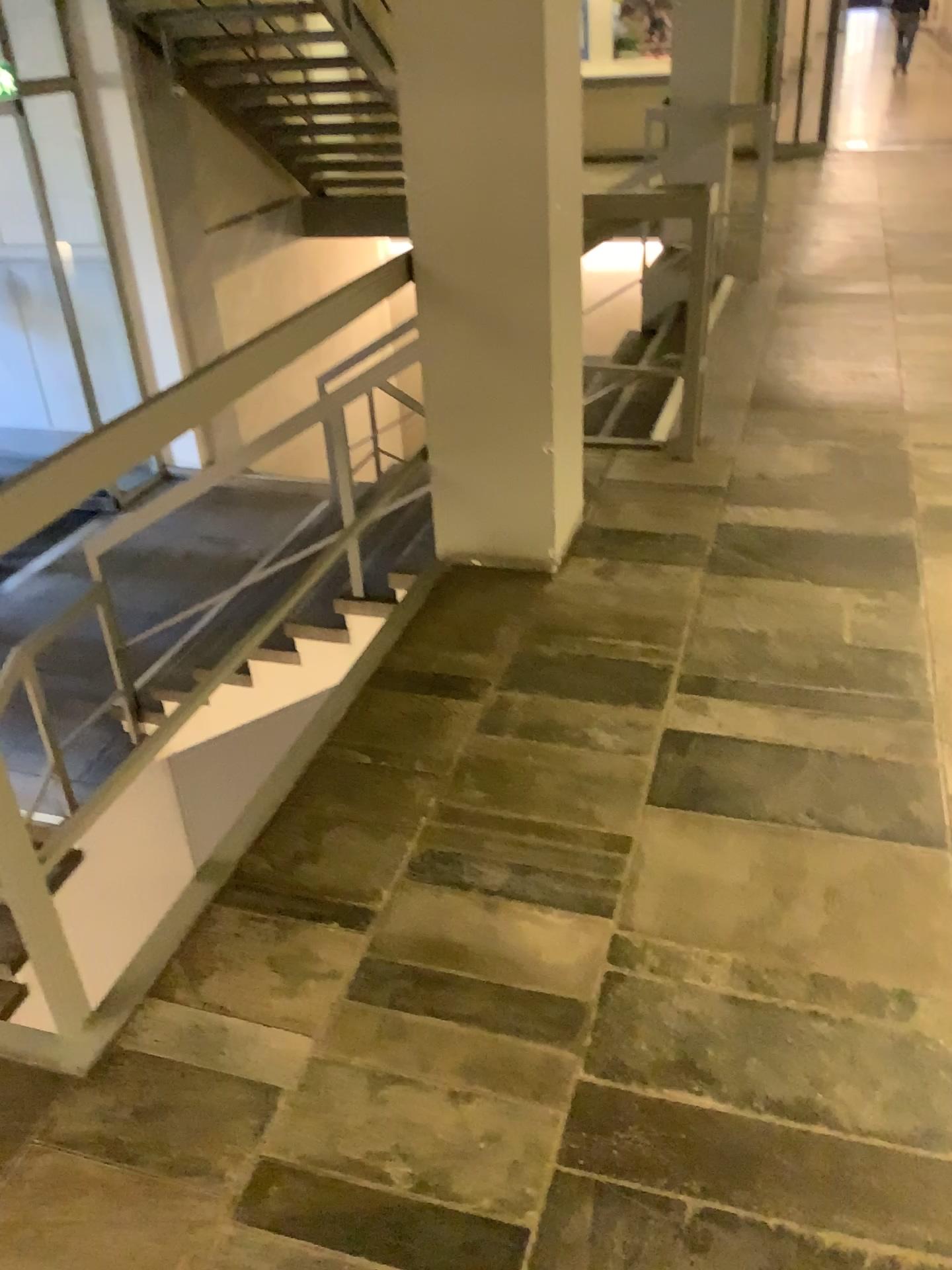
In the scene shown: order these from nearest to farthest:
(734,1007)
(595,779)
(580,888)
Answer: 1. (734,1007)
2. (580,888)
3. (595,779)
